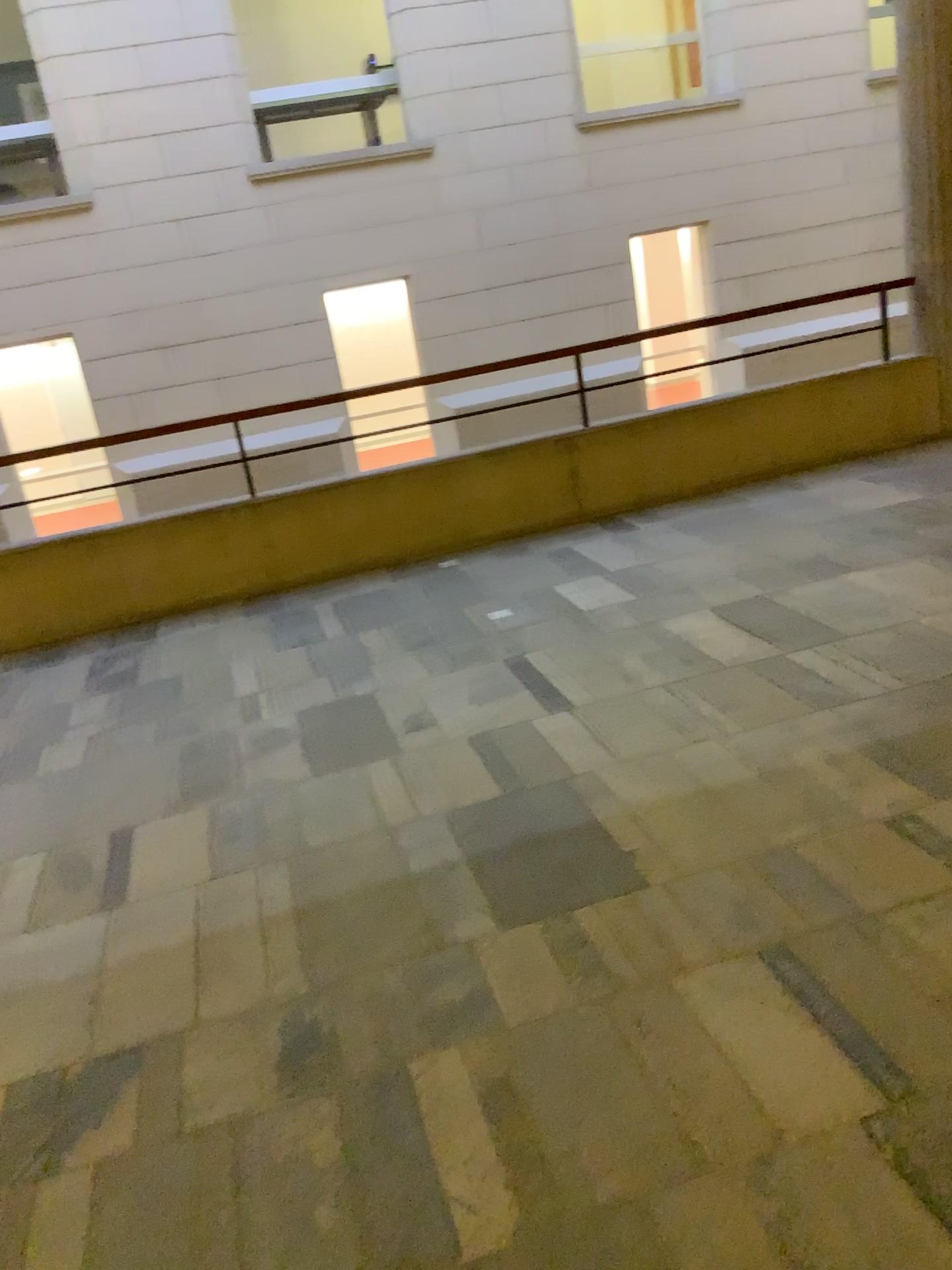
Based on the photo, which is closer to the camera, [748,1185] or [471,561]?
[748,1185]
